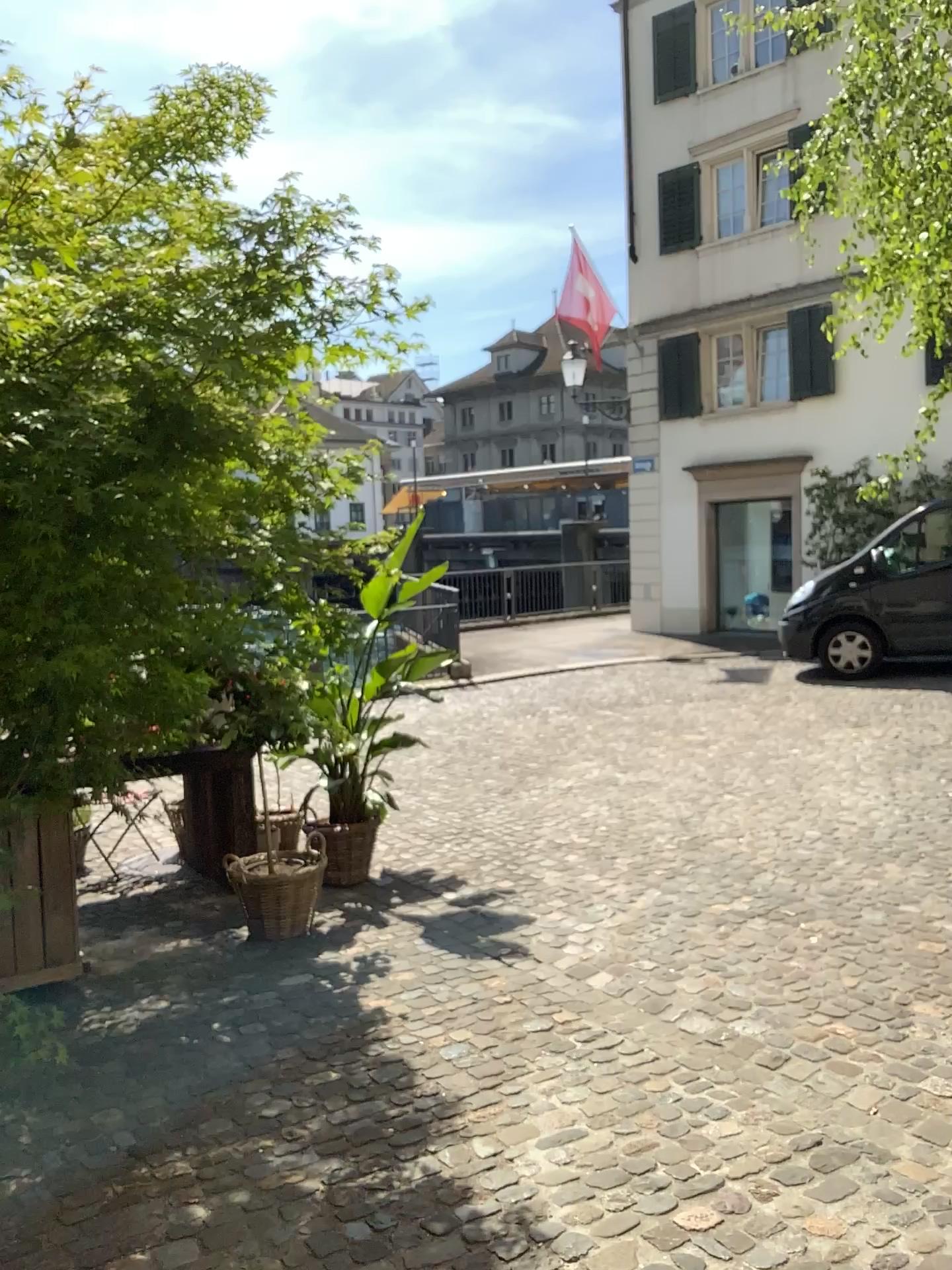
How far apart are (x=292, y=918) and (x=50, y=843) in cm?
116

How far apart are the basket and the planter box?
0.8m

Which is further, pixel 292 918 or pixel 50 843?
pixel 292 918

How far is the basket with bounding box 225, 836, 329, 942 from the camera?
4.61m

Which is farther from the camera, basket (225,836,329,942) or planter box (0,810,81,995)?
basket (225,836,329,942)

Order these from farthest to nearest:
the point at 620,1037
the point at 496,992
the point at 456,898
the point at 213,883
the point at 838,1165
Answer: the point at 213,883 < the point at 456,898 < the point at 496,992 < the point at 620,1037 < the point at 838,1165

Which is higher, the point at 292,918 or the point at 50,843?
the point at 50,843

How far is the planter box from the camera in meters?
3.9
